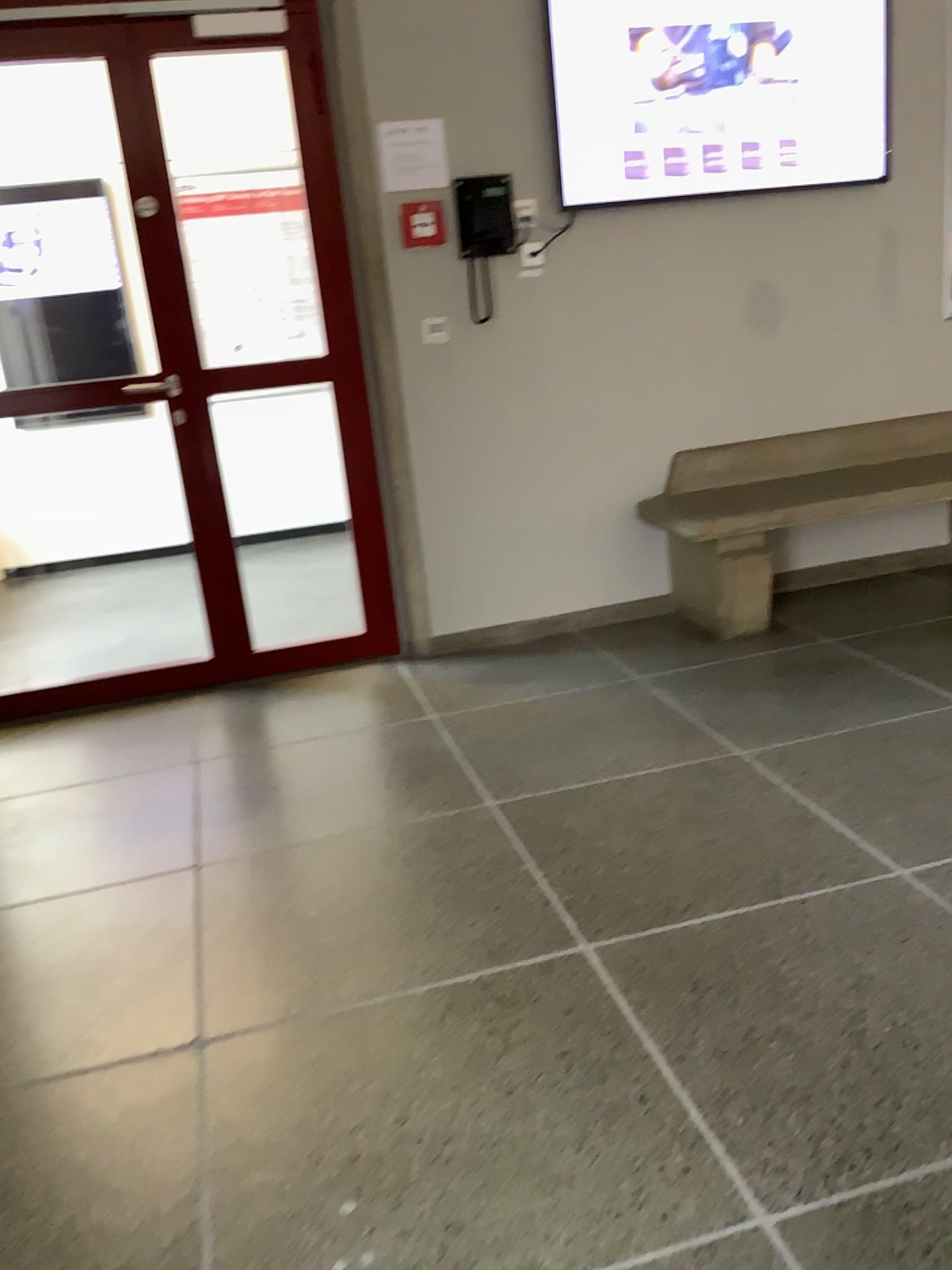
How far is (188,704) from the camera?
3.6m

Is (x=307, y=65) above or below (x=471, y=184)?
above

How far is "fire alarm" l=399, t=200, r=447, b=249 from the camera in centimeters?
354cm

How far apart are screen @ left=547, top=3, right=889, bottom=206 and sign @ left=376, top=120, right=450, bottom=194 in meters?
0.4

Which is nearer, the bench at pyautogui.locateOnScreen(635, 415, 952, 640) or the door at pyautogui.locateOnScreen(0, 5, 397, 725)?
the door at pyautogui.locateOnScreen(0, 5, 397, 725)

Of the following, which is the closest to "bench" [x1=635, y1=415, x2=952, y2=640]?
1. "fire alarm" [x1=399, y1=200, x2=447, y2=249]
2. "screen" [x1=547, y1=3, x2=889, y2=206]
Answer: "screen" [x1=547, y1=3, x2=889, y2=206]

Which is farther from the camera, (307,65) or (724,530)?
(724,530)

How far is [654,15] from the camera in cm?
355

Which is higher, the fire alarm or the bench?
the fire alarm

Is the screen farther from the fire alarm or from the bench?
the bench
